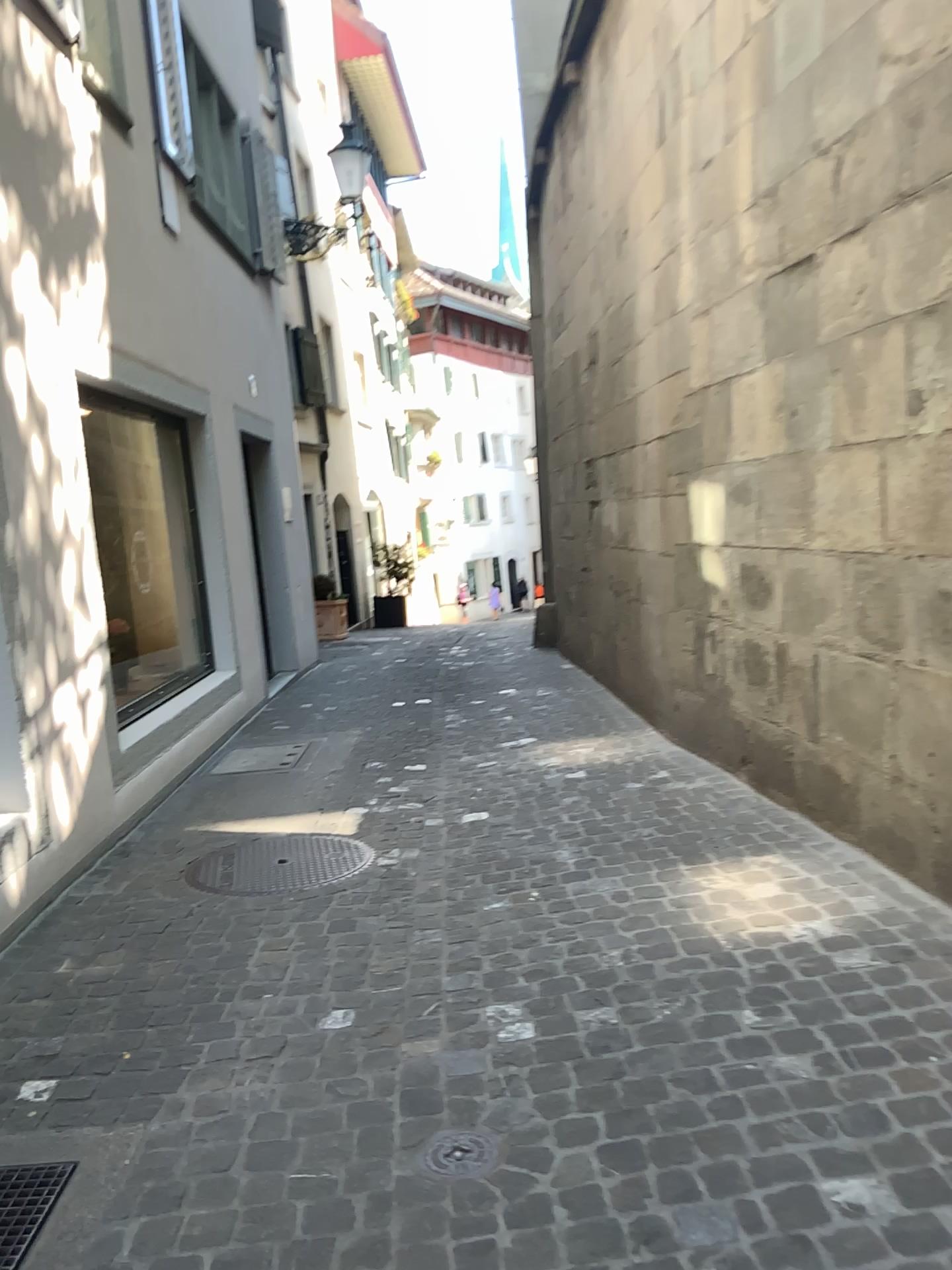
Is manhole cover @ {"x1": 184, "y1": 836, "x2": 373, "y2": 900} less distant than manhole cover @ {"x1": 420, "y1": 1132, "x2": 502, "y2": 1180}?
No

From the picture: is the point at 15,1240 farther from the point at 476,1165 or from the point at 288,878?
the point at 288,878

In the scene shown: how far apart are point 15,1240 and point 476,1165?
0.89m

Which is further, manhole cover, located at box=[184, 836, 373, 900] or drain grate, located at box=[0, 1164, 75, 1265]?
manhole cover, located at box=[184, 836, 373, 900]

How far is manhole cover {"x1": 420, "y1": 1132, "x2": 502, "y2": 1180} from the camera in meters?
2.1

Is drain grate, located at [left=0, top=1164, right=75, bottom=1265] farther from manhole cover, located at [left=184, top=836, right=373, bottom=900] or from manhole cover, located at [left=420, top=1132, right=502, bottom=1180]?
manhole cover, located at [left=184, top=836, right=373, bottom=900]

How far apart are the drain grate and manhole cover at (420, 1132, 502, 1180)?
0.75m

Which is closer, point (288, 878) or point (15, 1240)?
point (15, 1240)

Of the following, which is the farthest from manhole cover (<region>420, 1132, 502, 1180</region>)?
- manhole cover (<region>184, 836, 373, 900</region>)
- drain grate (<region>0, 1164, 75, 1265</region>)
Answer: manhole cover (<region>184, 836, 373, 900</region>)

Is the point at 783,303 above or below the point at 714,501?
above
